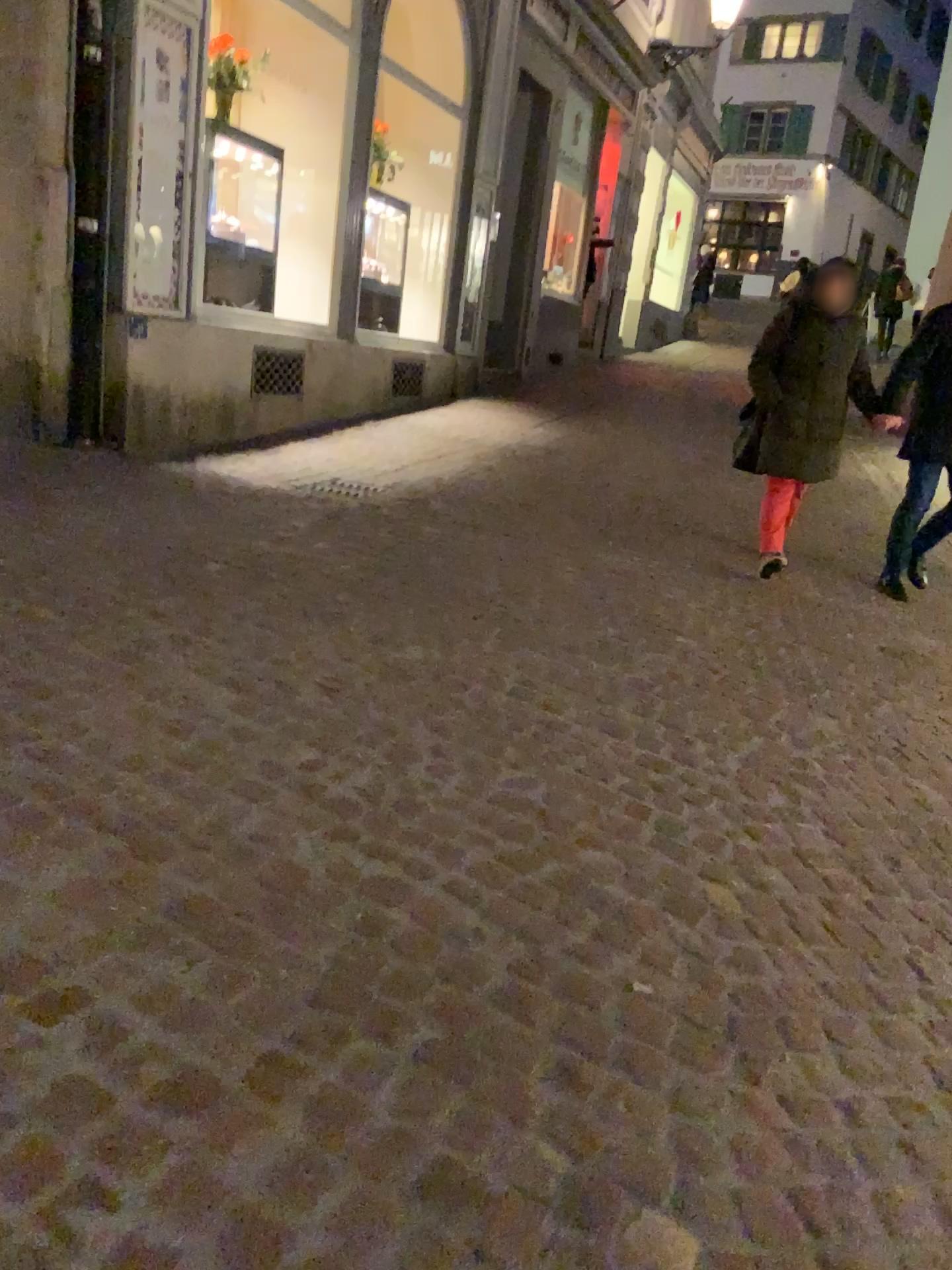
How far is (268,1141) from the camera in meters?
1.5 m
